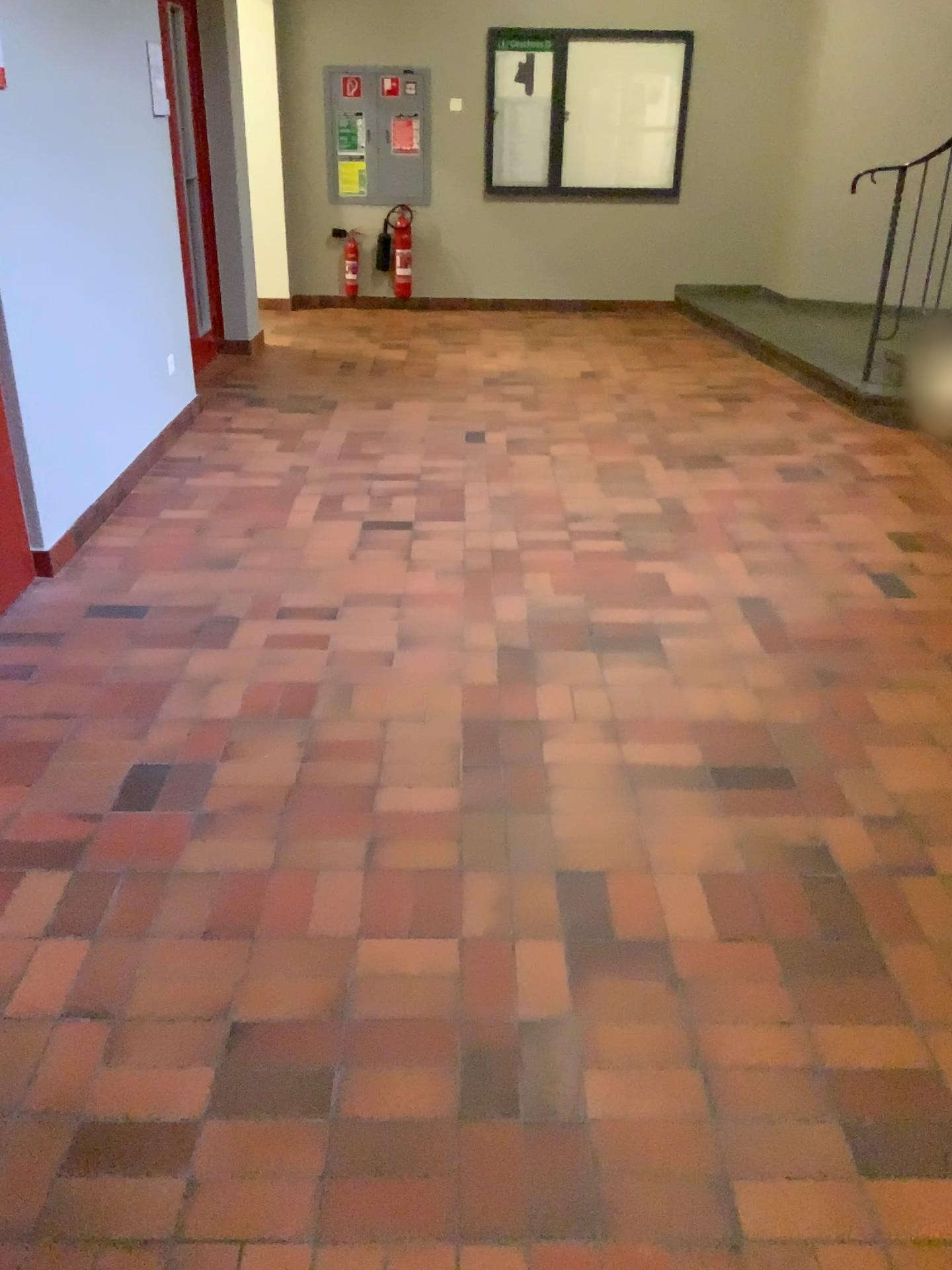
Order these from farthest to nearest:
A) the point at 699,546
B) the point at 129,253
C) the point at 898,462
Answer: the point at 898,462 < the point at 129,253 < the point at 699,546
